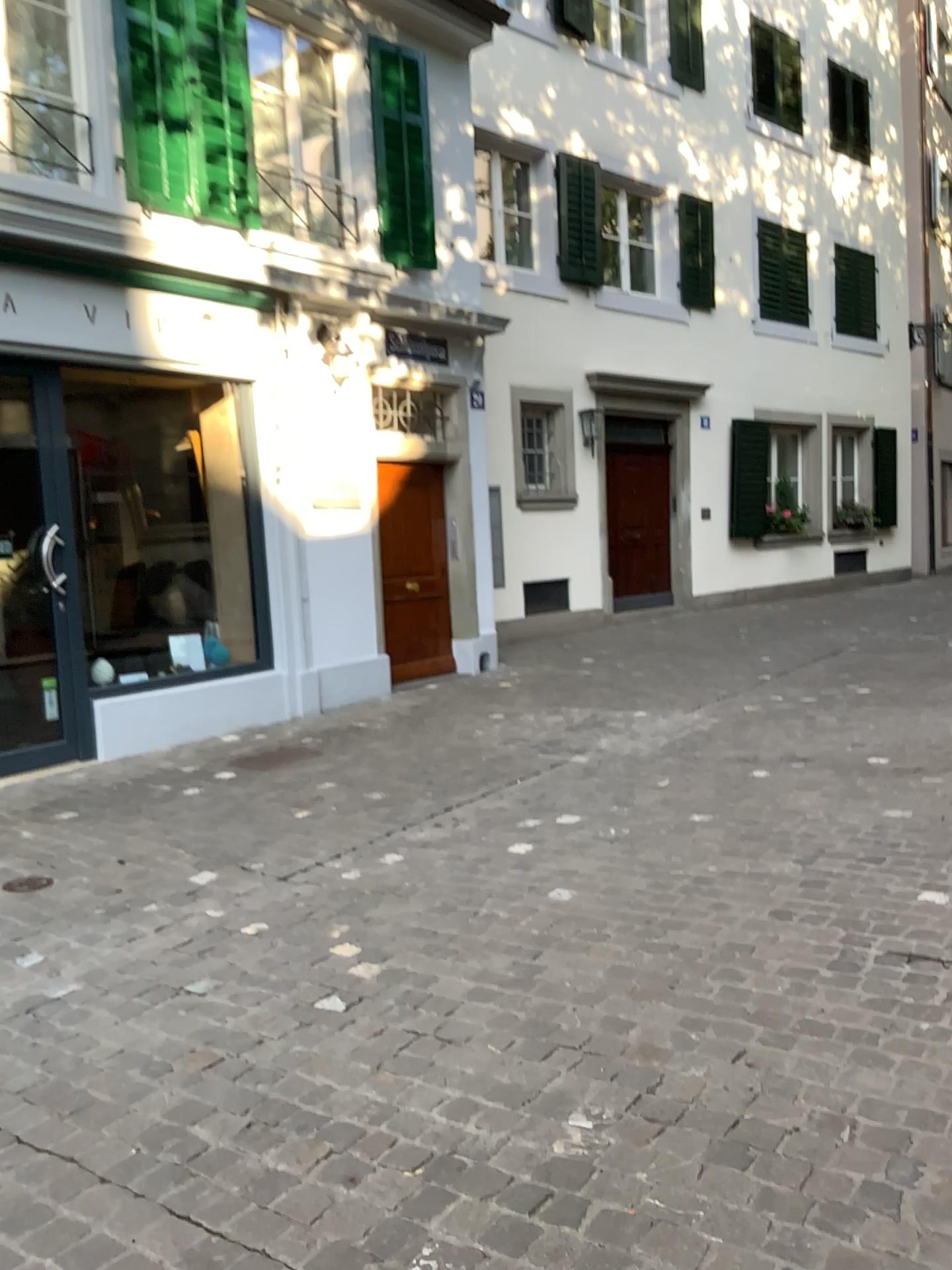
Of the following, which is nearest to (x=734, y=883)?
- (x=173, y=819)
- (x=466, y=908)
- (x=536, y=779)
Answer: (x=466, y=908)
